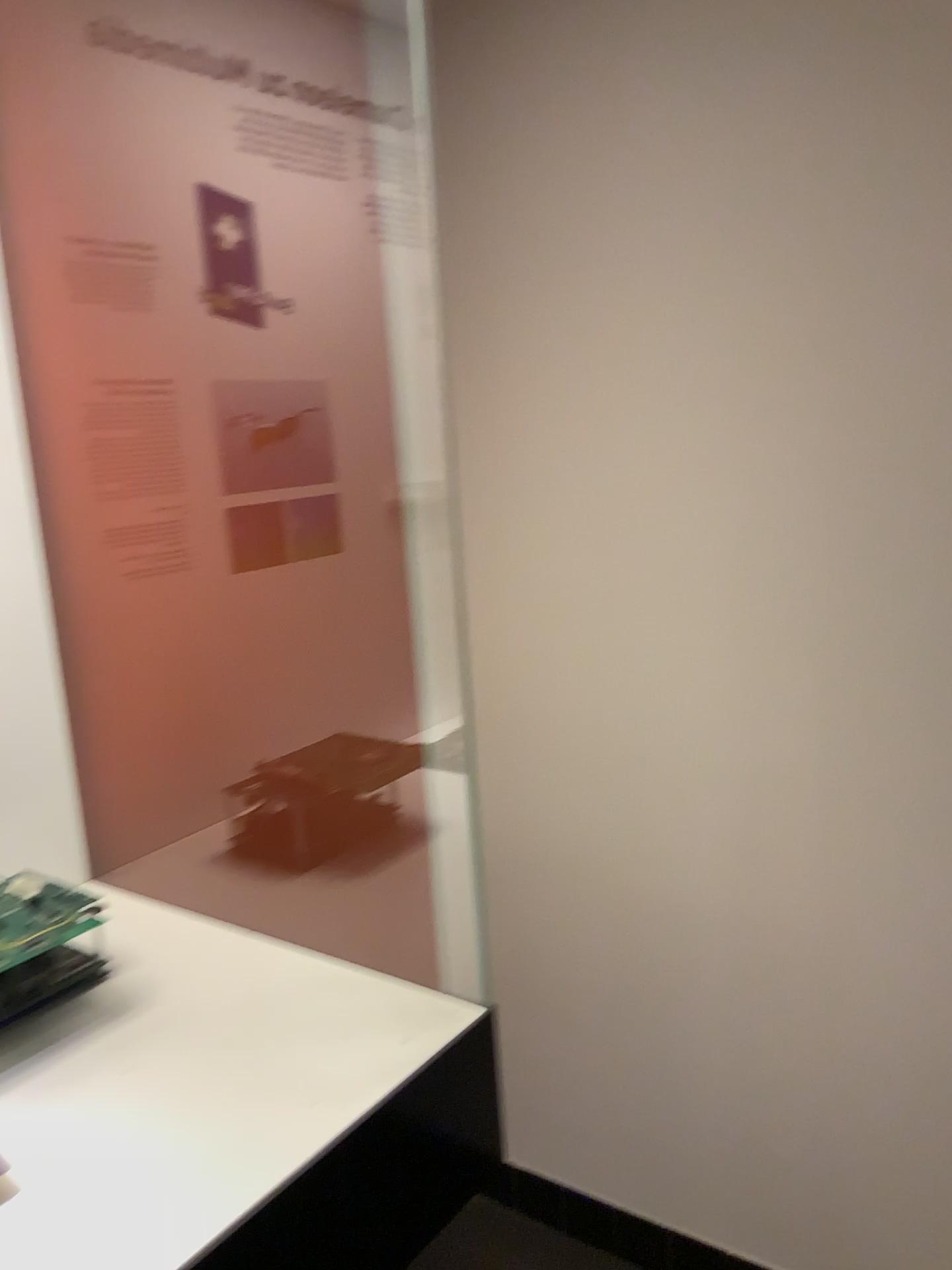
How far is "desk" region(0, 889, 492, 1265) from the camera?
0.69m

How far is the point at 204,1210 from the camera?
0.7m

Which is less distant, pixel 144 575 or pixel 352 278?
pixel 144 575

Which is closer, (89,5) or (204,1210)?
(204,1210)

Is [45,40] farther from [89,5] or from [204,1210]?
[204,1210]

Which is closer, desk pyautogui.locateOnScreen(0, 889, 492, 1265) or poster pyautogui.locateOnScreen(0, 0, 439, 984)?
desk pyautogui.locateOnScreen(0, 889, 492, 1265)

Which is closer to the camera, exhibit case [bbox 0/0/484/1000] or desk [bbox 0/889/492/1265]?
desk [bbox 0/889/492/1265]
